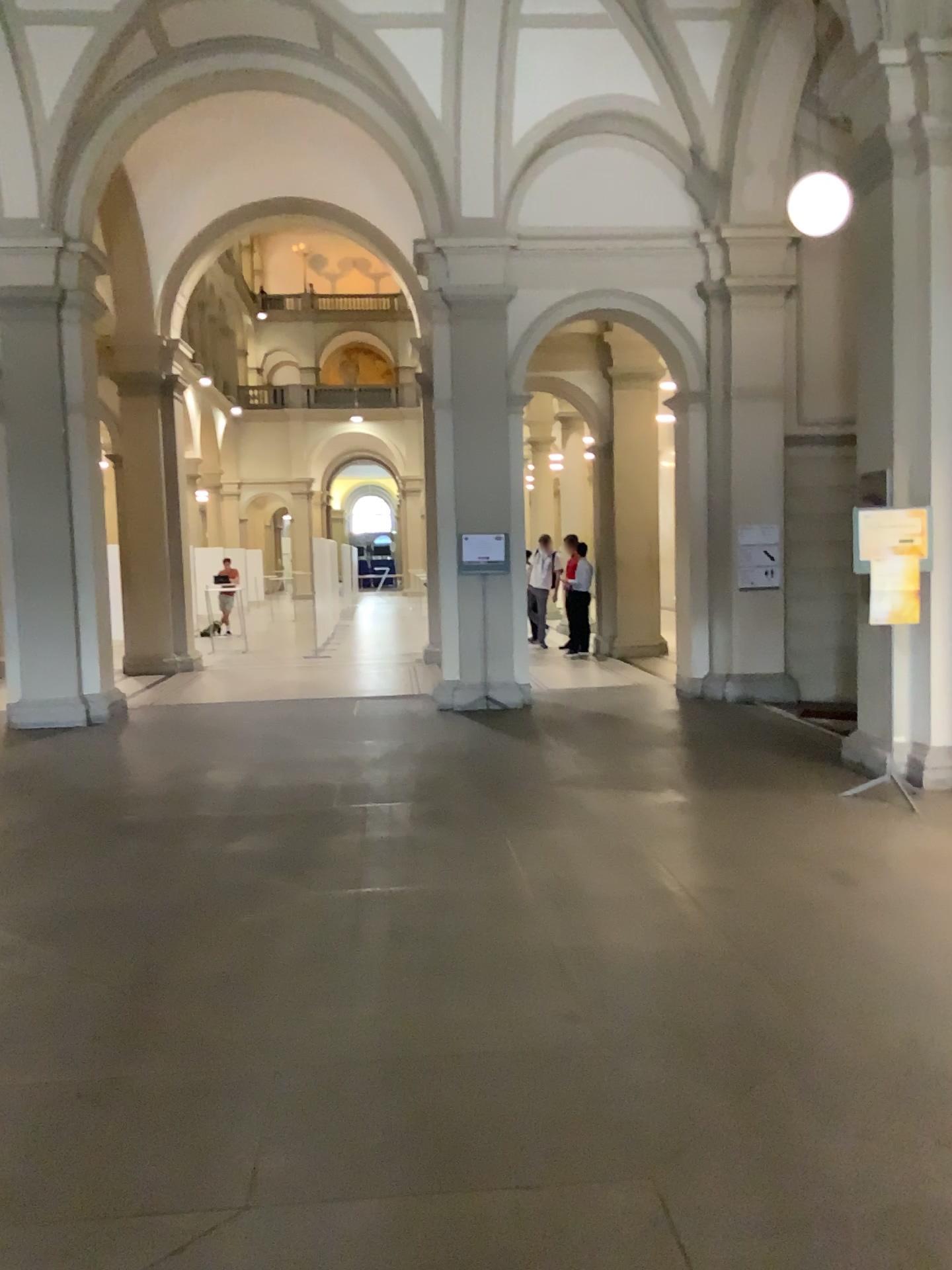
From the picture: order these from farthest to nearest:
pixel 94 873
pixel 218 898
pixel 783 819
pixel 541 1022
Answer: pixel 783 819
pixel 94 873
pixel 218 898
pixel 541 1022
